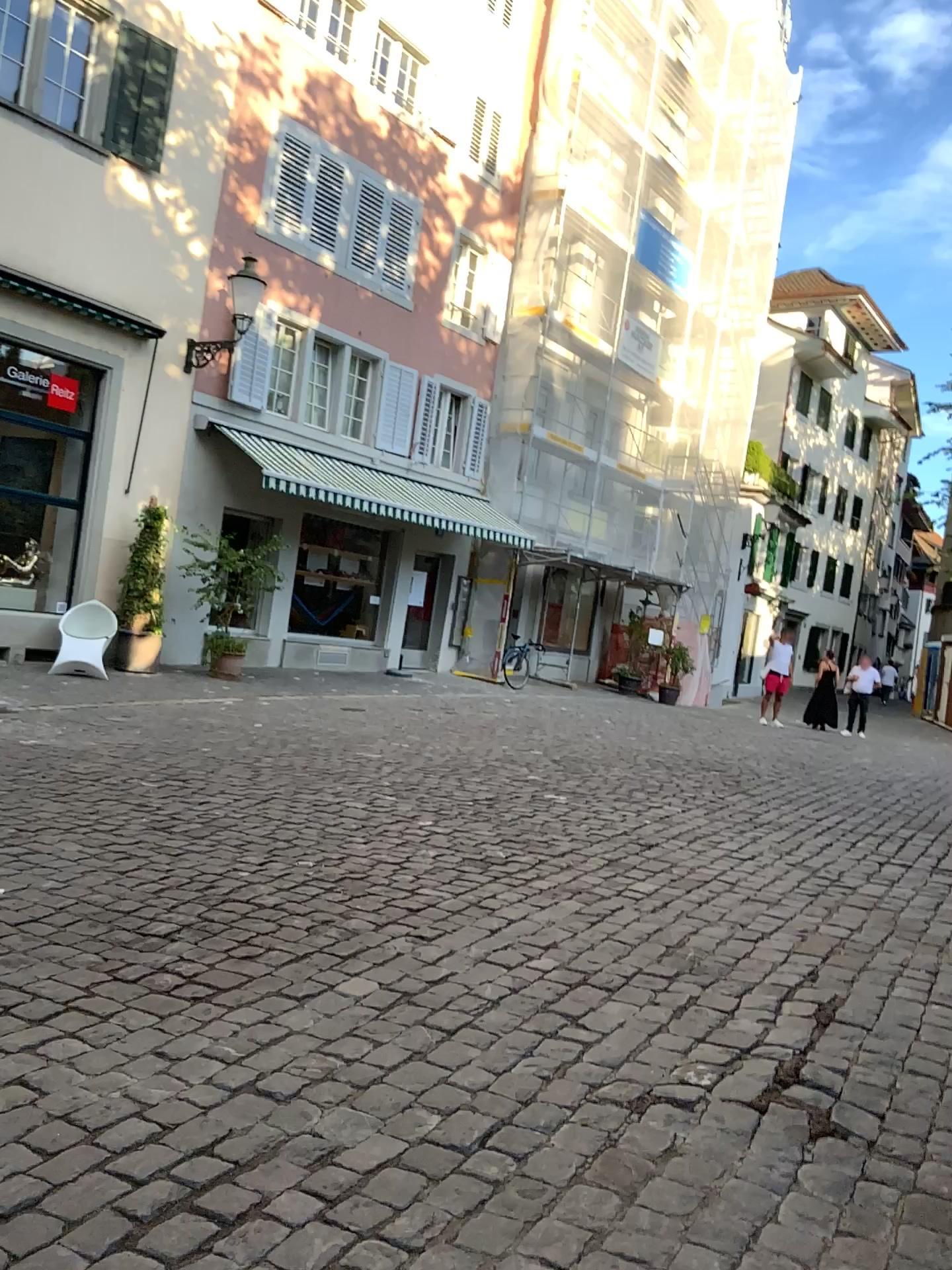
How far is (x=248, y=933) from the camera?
4.01m
